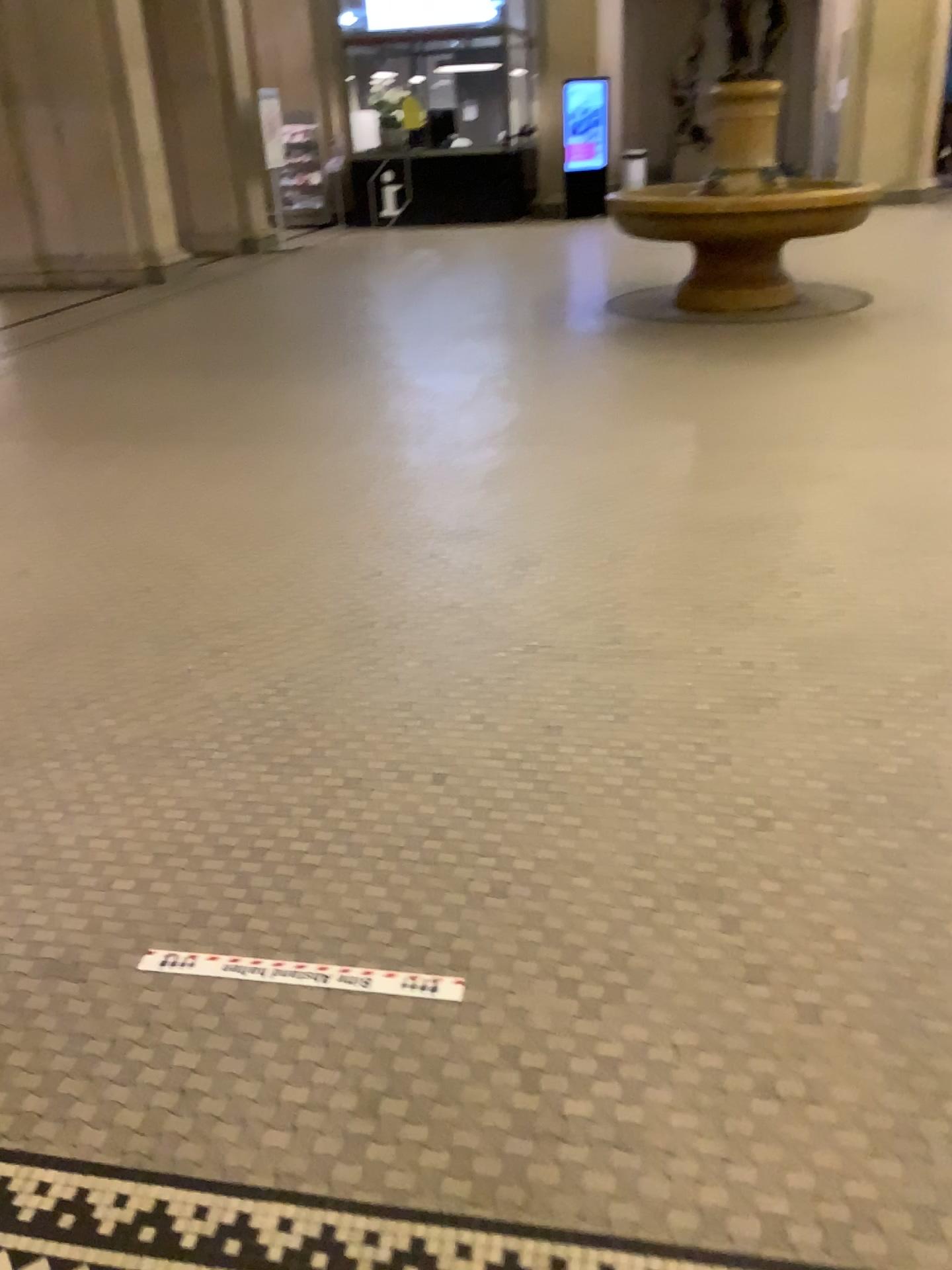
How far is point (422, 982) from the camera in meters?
1.8 m

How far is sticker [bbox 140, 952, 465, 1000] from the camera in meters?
1.8 m

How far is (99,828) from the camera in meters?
2.3 m
